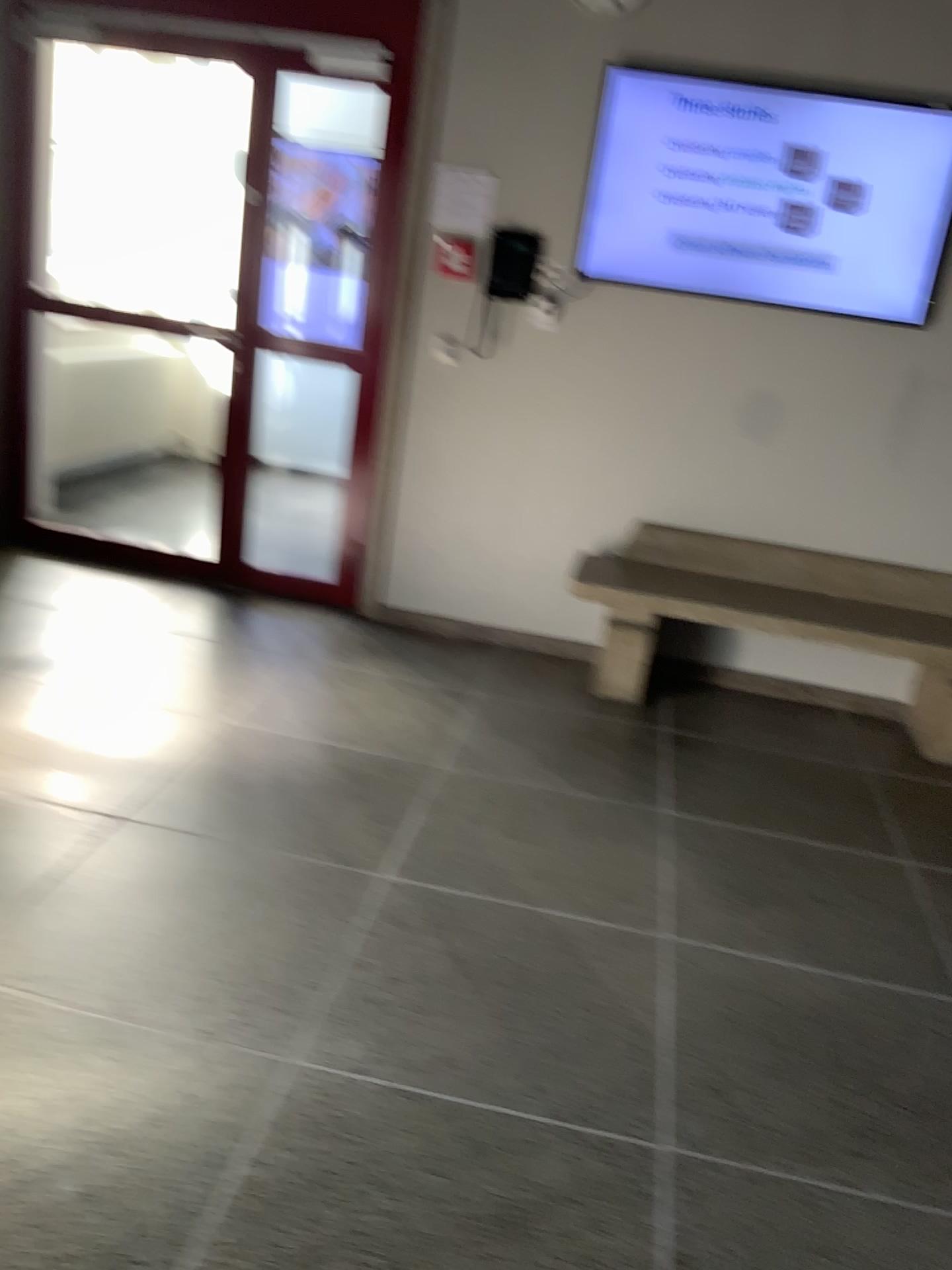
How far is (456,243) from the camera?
4.1 meters

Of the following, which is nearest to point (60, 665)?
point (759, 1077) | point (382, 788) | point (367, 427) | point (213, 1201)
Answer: point (382, 788)

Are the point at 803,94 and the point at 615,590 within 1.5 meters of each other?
no

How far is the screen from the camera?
3.73m

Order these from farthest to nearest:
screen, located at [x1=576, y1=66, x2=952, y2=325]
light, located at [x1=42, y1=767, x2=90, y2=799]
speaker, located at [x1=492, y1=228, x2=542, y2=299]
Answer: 1. speaker, located at [x1=492, y1=228, x2=542, y2=299]
2. screen, located at [x1=576, y1=66, x2=952, y2=325]
3. light, located at [x1=42, y1=767, x2=90, y2=799]

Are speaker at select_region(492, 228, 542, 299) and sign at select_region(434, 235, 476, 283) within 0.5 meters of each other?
yes

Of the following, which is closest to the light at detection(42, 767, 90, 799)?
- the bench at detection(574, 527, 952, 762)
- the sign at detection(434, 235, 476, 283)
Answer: the bench at detection(574, 527, 952, 762)

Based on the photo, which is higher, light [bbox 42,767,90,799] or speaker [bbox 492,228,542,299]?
speaker [bbox 492,228,542,299]

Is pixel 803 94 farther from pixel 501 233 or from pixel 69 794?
pixel 69 794

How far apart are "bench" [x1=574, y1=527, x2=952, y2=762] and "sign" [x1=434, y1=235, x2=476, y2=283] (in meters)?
1.21
